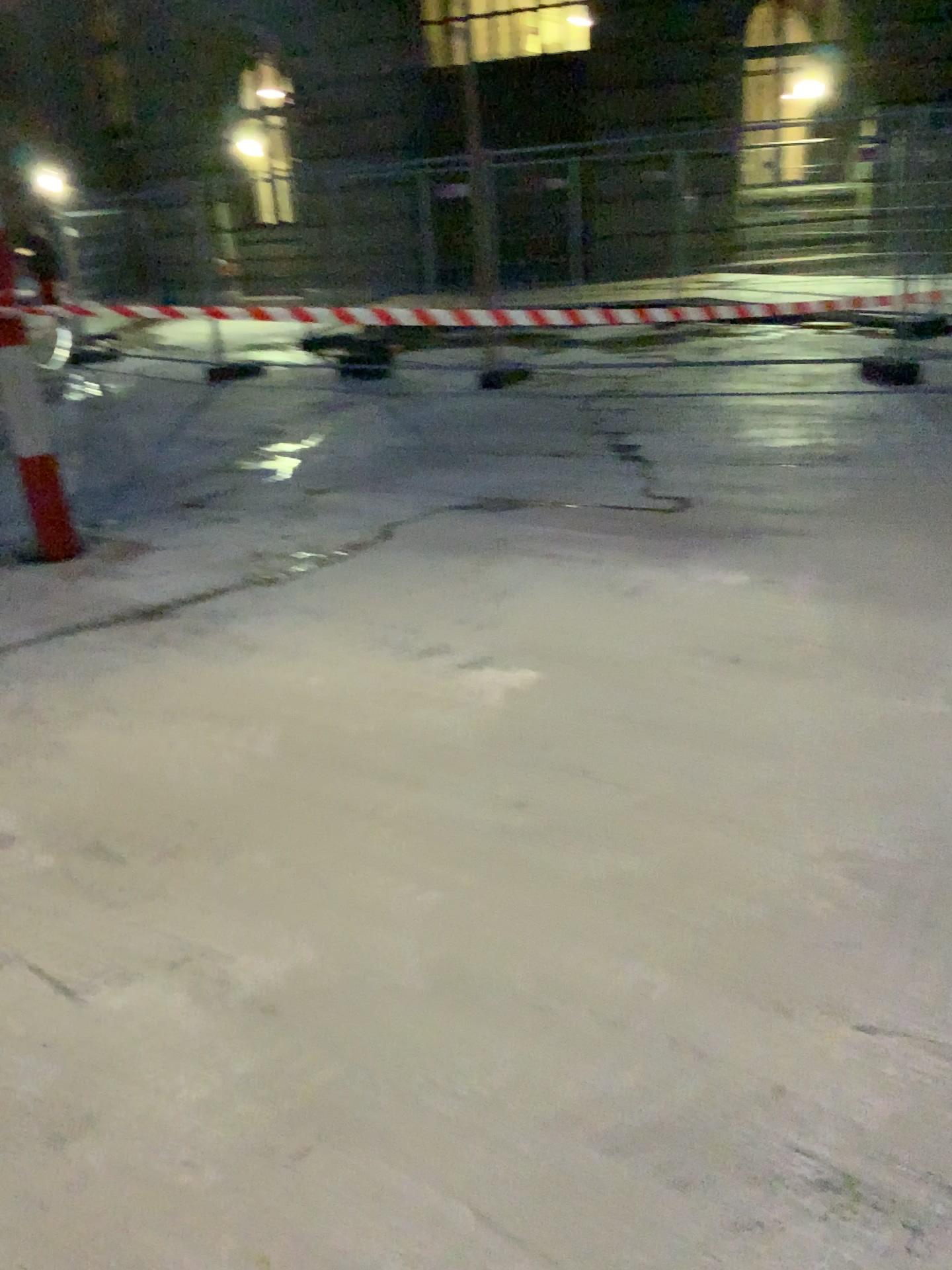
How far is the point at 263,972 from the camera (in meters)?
2.18
